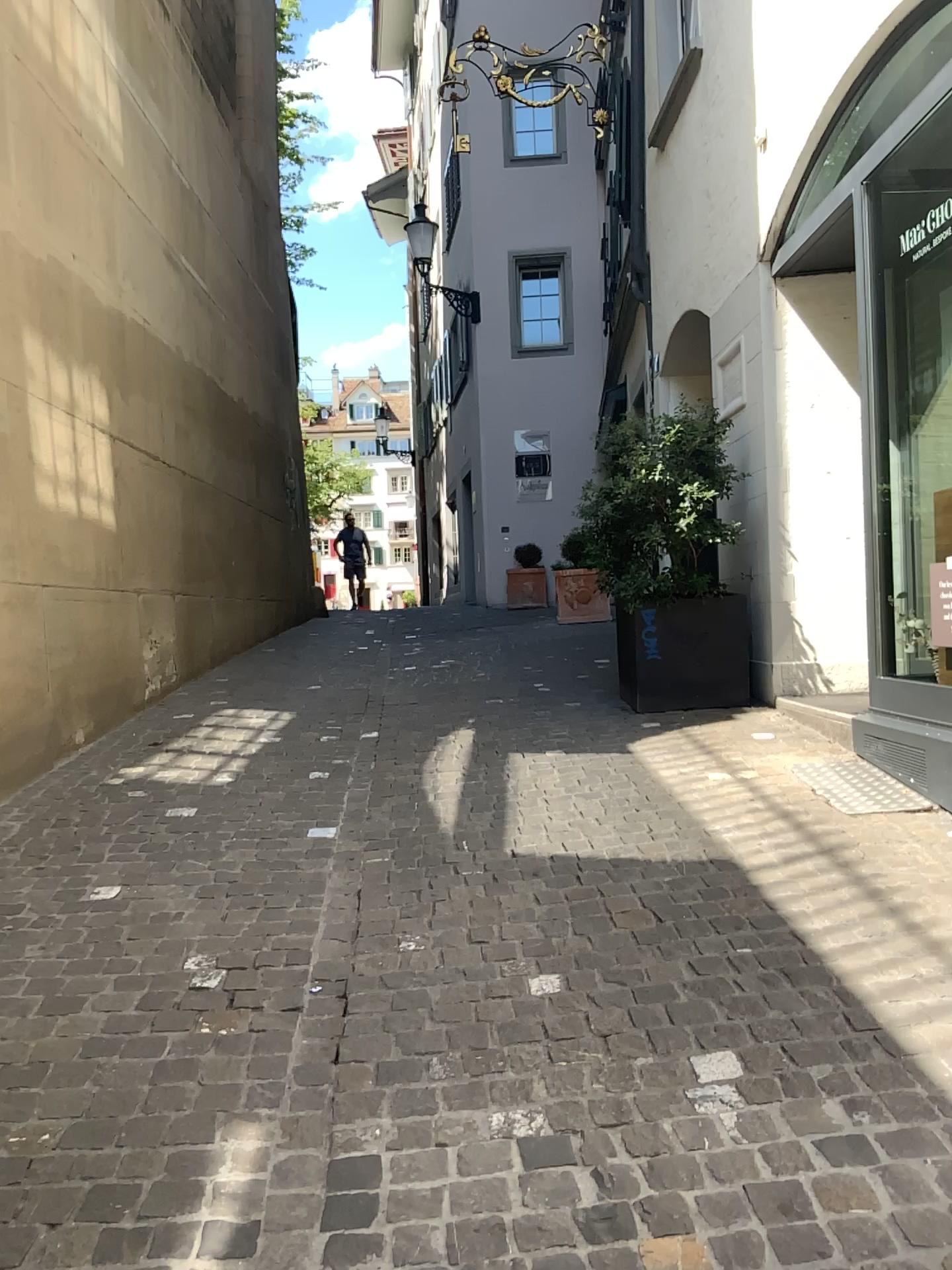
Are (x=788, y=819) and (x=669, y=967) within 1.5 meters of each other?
yes
